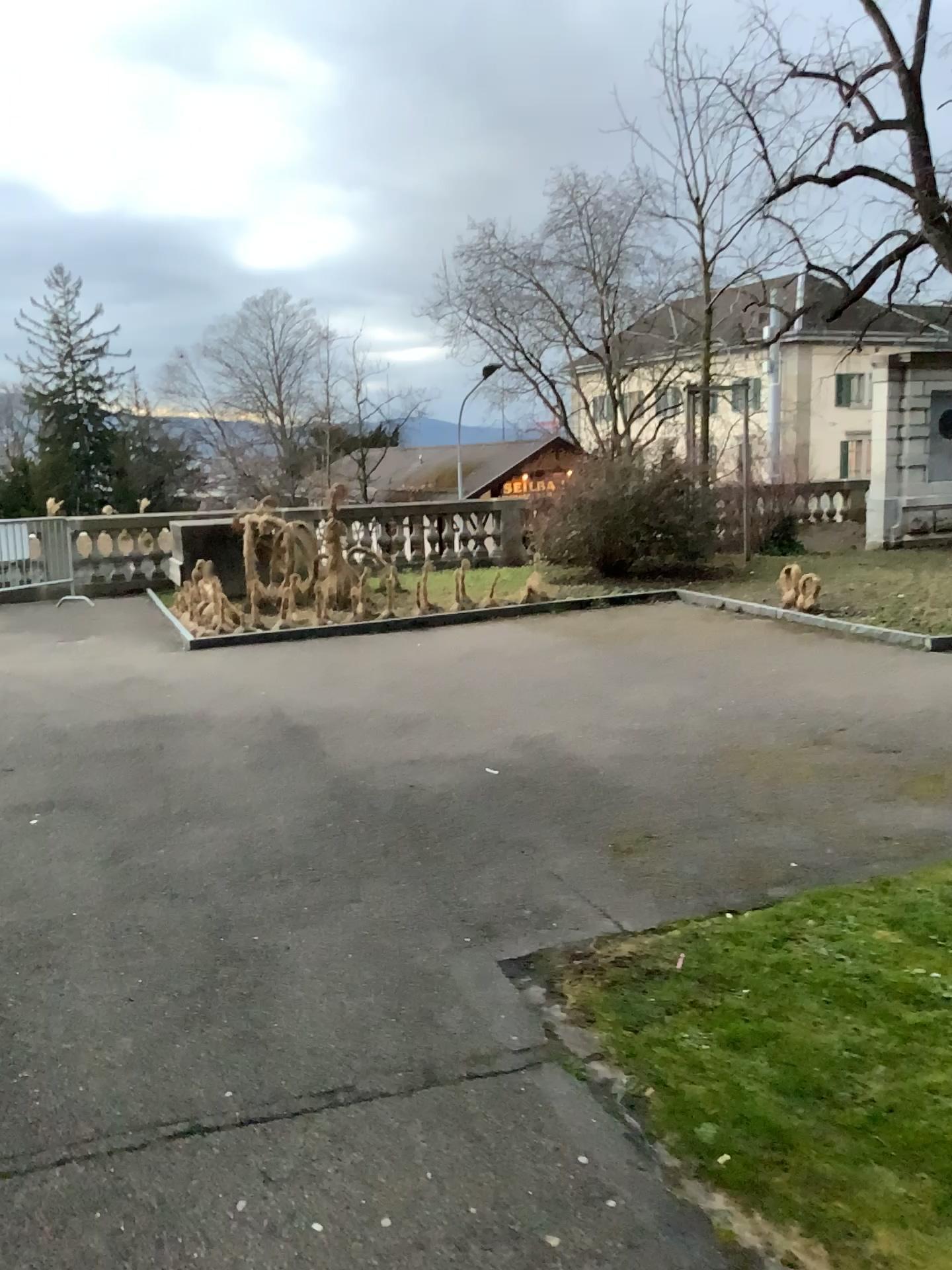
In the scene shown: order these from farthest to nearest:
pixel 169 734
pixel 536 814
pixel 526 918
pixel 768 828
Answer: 1. pixel 169 734
2. pixel 536 814
3. pixel 768 828
4. pixel 526 918
